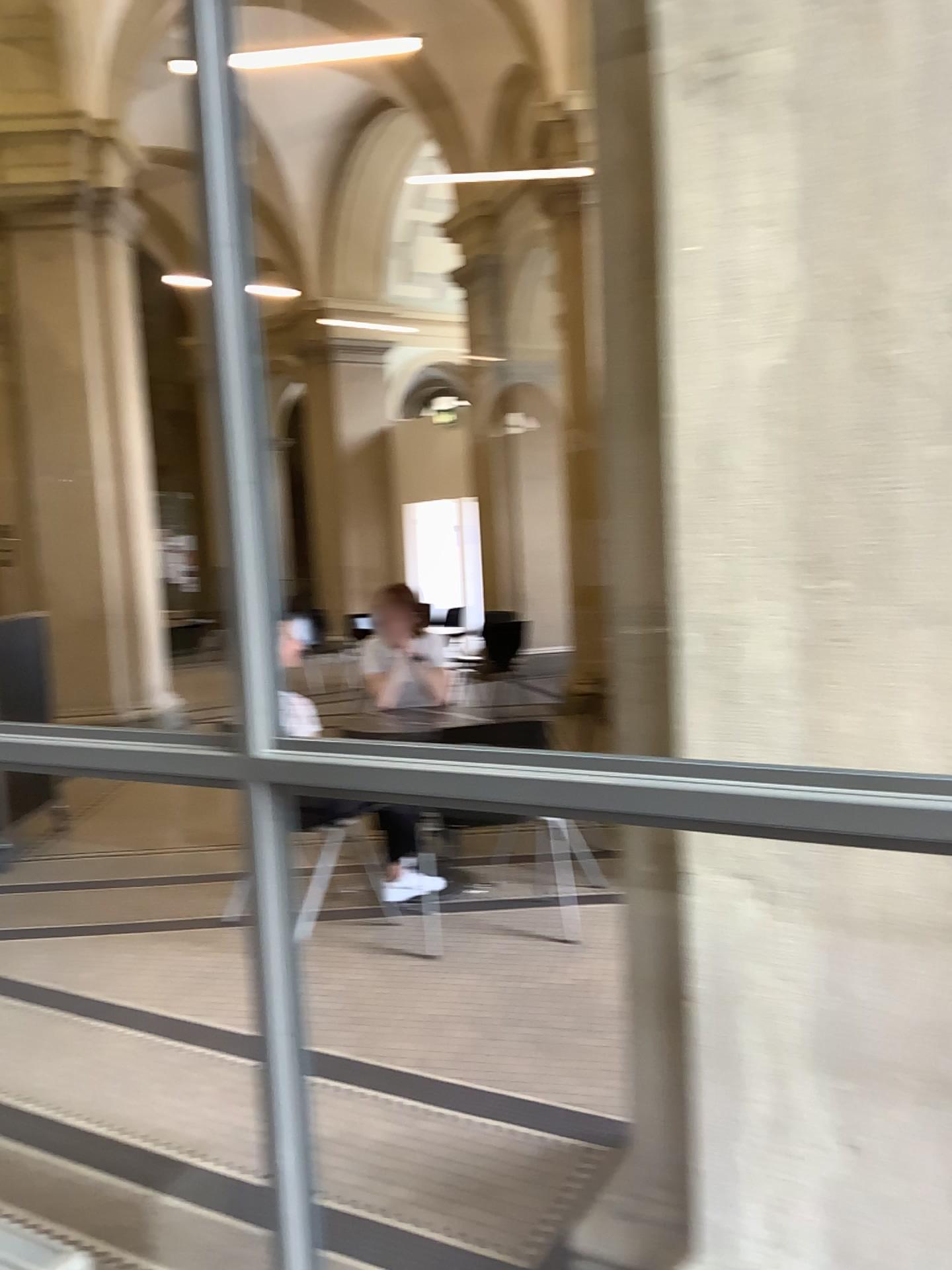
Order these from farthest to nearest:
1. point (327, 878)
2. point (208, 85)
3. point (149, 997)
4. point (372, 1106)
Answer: point (327, 878) < point (149, 997) < point (372, 1106) < point (208, 85)

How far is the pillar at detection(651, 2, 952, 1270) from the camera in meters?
1.4

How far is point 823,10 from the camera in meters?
1.4
